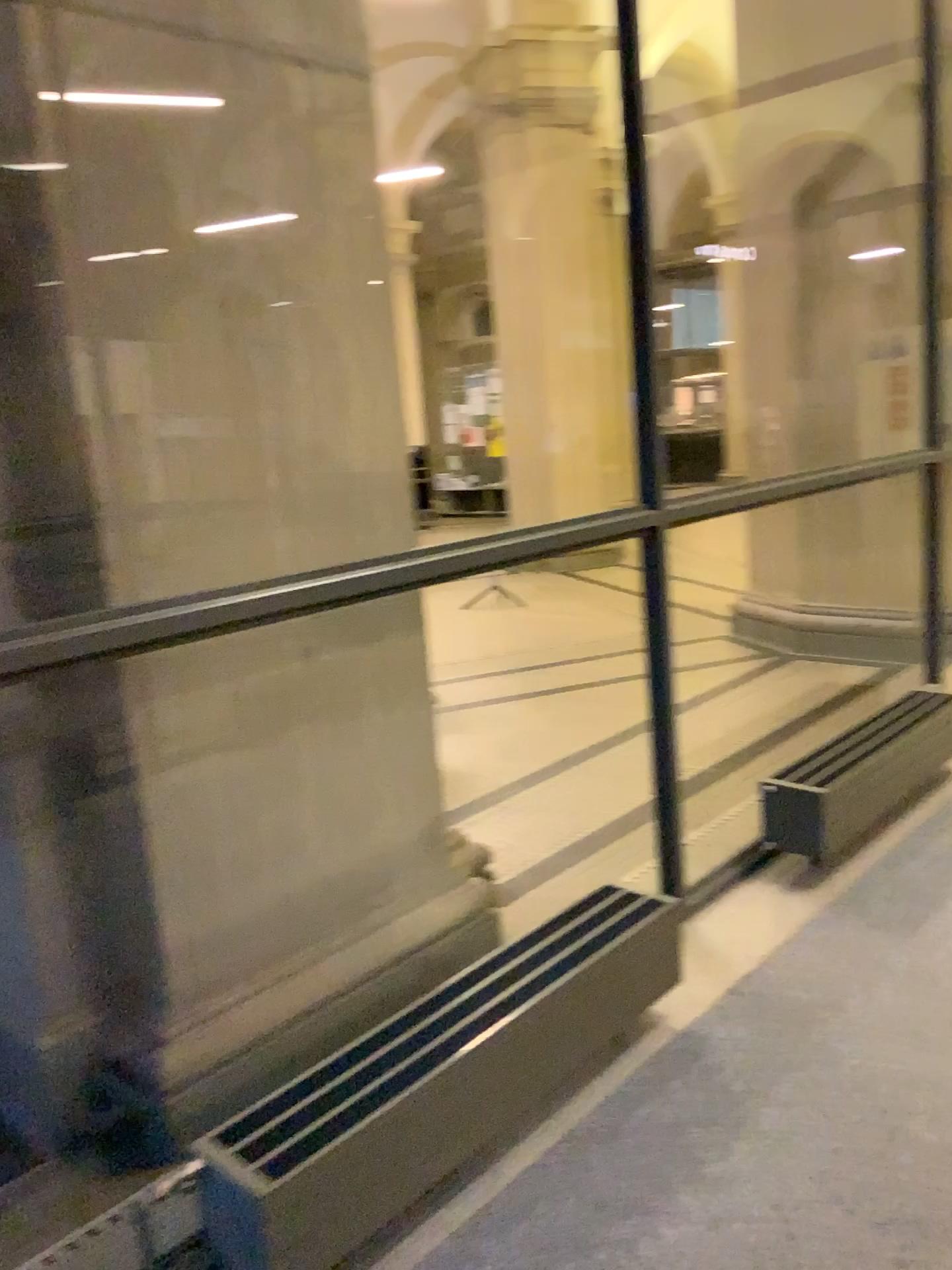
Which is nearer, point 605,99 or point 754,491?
point 605,99

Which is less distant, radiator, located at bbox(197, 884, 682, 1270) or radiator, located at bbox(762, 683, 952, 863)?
radiator, located at bbox(197, 884, 682, 1270)

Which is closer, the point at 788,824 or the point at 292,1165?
the point at 292,1165
